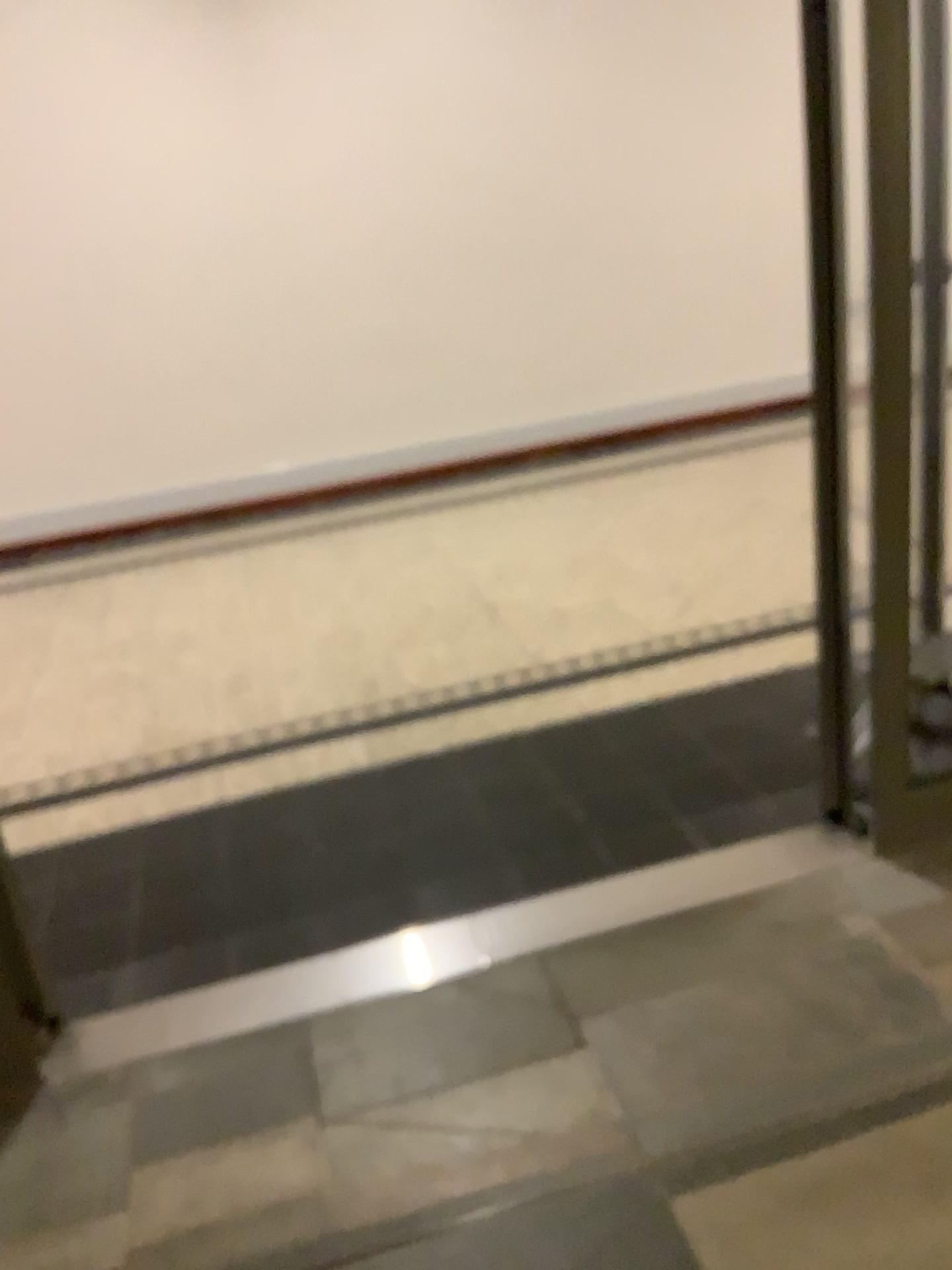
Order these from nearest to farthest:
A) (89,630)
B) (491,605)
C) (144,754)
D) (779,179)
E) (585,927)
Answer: (585,927) < (144,754) < (491,605) < (89,630) < (779,179)
